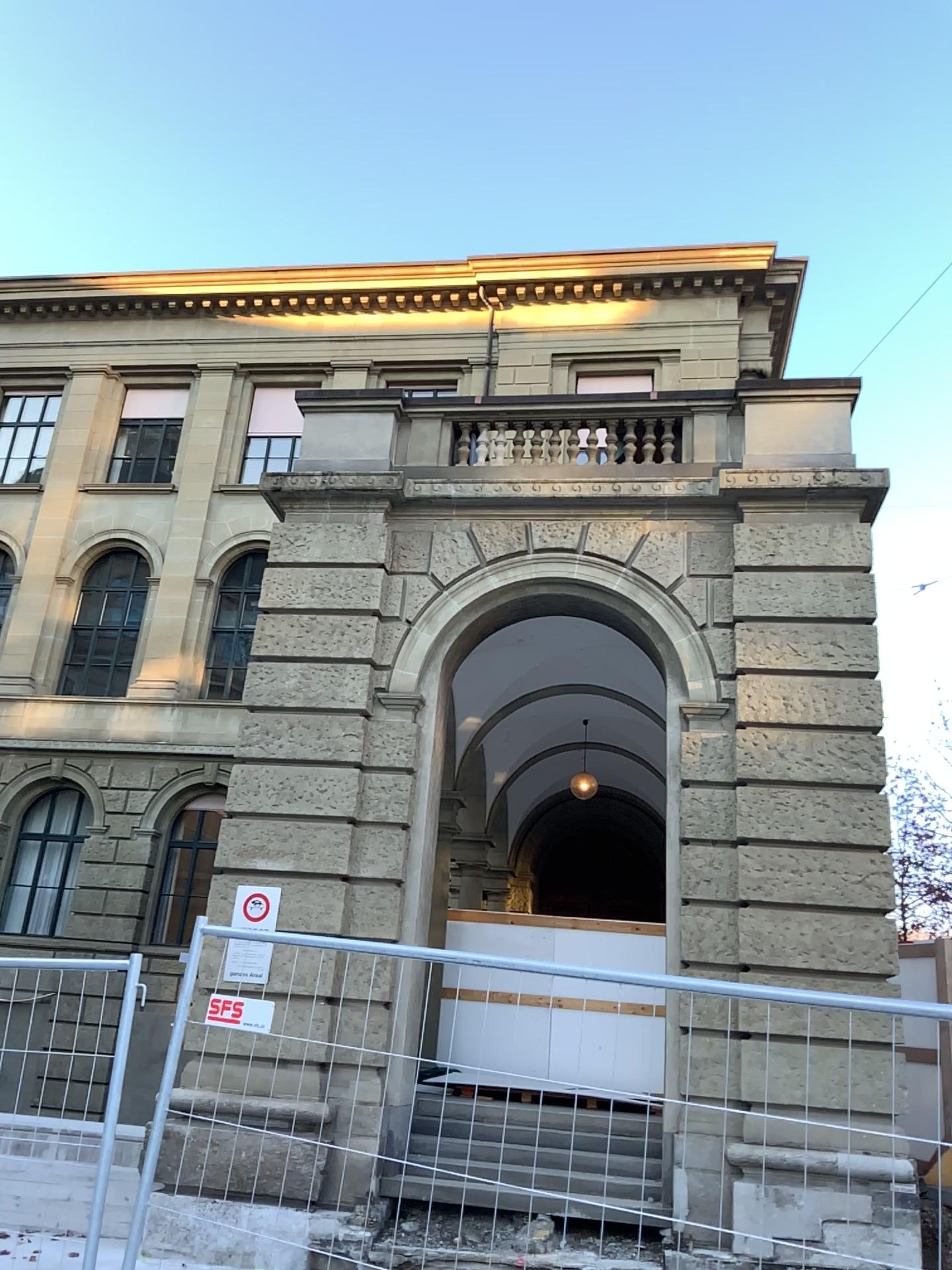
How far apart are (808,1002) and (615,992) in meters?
0.5
